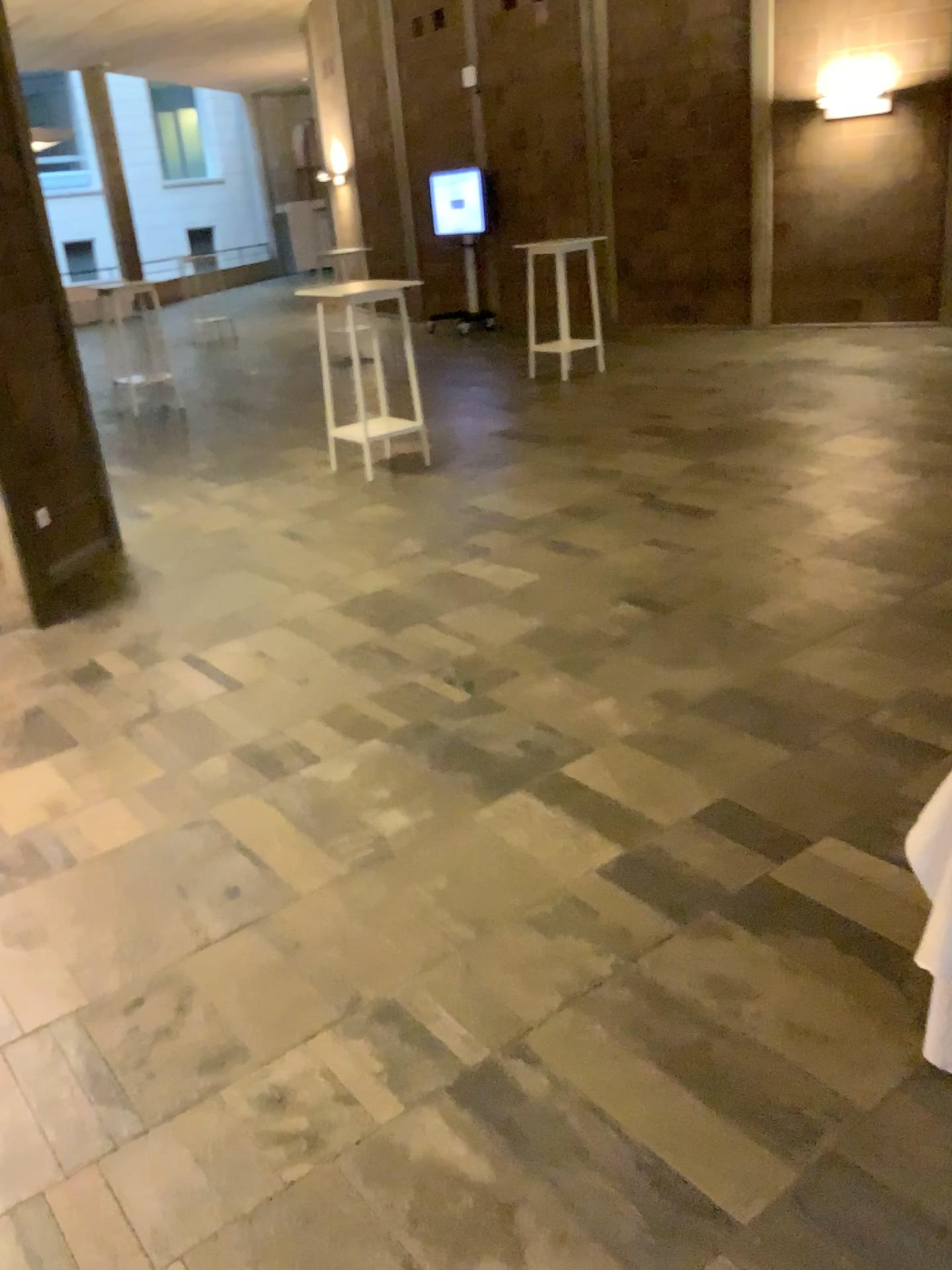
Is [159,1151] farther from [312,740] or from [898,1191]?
[312,740]
